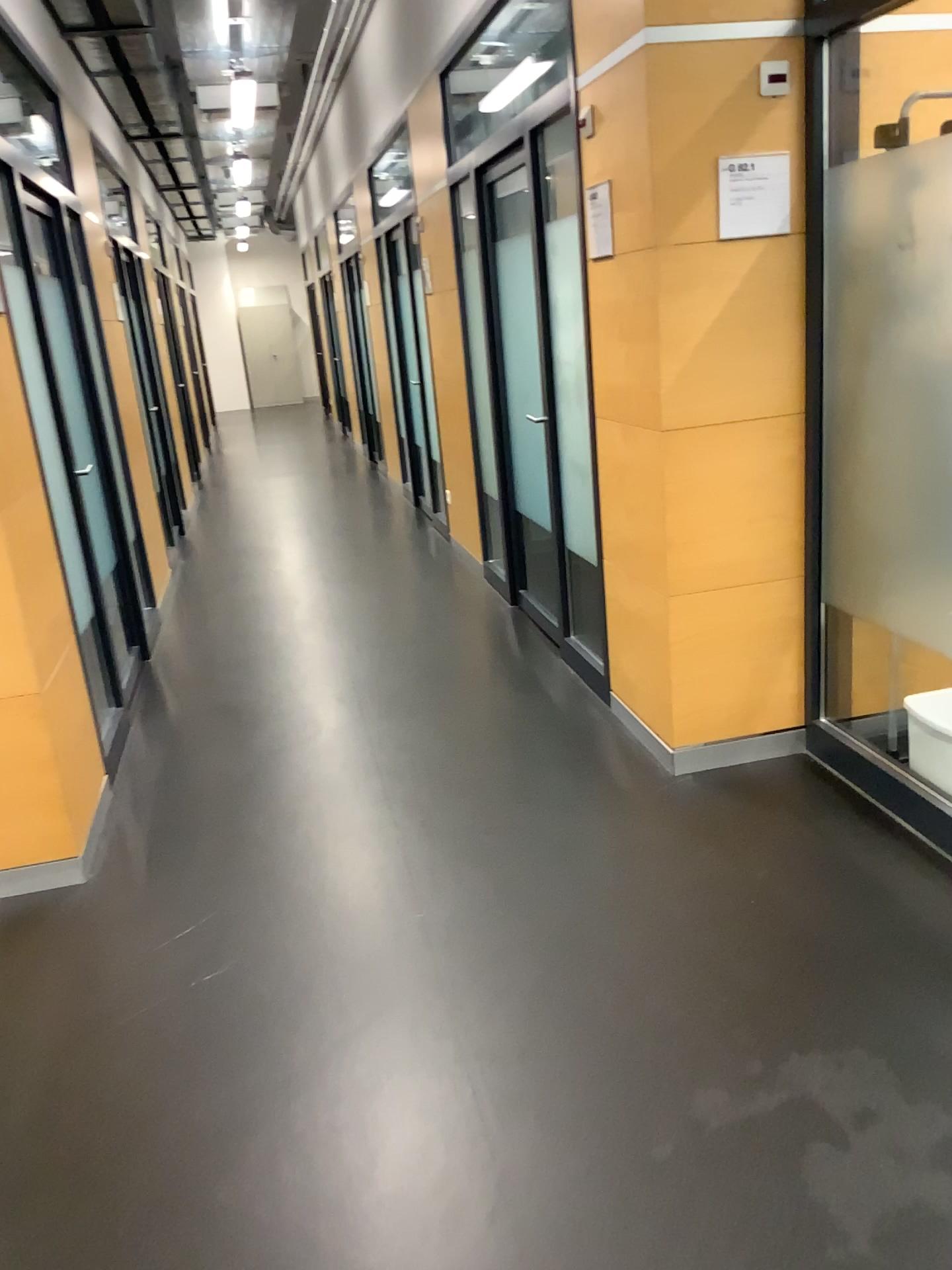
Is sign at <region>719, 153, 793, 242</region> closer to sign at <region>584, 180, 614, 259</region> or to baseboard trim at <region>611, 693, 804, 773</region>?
sign at <region>584, 180, 614, 259</region>

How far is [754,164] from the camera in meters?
2.9

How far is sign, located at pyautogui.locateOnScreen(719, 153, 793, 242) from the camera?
2.9 meters

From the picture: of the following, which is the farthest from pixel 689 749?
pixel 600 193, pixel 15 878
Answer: pixel 15 878

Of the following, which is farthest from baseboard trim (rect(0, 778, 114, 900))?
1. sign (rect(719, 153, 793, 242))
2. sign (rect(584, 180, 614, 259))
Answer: sign (rect(719, 153, 793, 242))

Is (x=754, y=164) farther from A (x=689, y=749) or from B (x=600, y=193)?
A (x=689, y=749)

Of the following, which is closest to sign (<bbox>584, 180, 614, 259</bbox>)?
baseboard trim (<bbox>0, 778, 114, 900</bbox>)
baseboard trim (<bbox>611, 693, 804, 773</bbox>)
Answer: baseboard trim (<bbox>611, 693, 804, 773</bbox>)

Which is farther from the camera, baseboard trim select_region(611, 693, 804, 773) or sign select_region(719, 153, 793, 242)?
baseboard trim select_region(611, 693, 804, 773)

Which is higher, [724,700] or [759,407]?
[759,407]

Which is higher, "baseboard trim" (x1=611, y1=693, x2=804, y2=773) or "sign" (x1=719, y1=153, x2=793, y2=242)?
"sign" (x1=719, y1=153, x2=793, y2=242)
